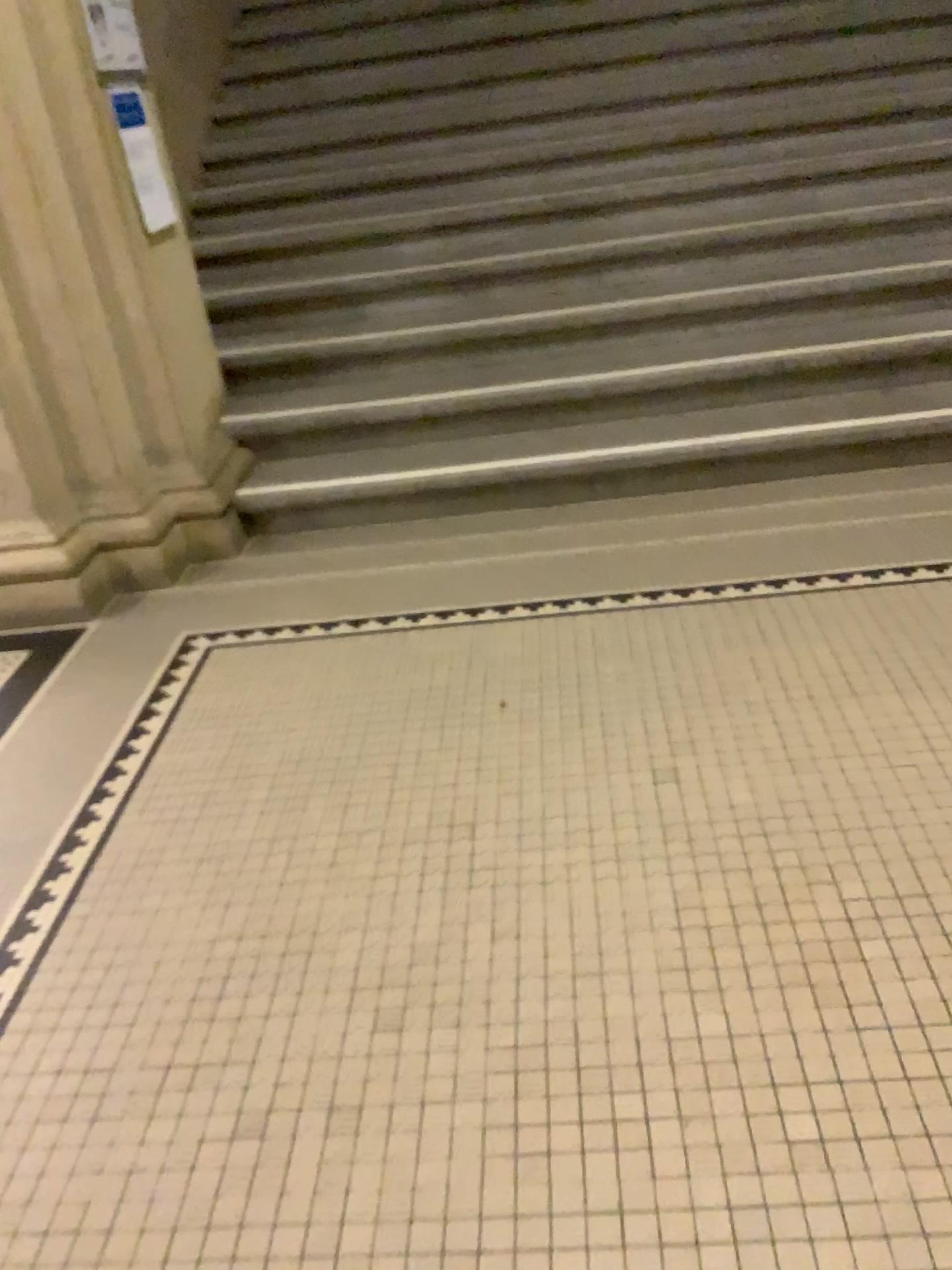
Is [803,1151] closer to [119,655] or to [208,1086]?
[208,1086]
